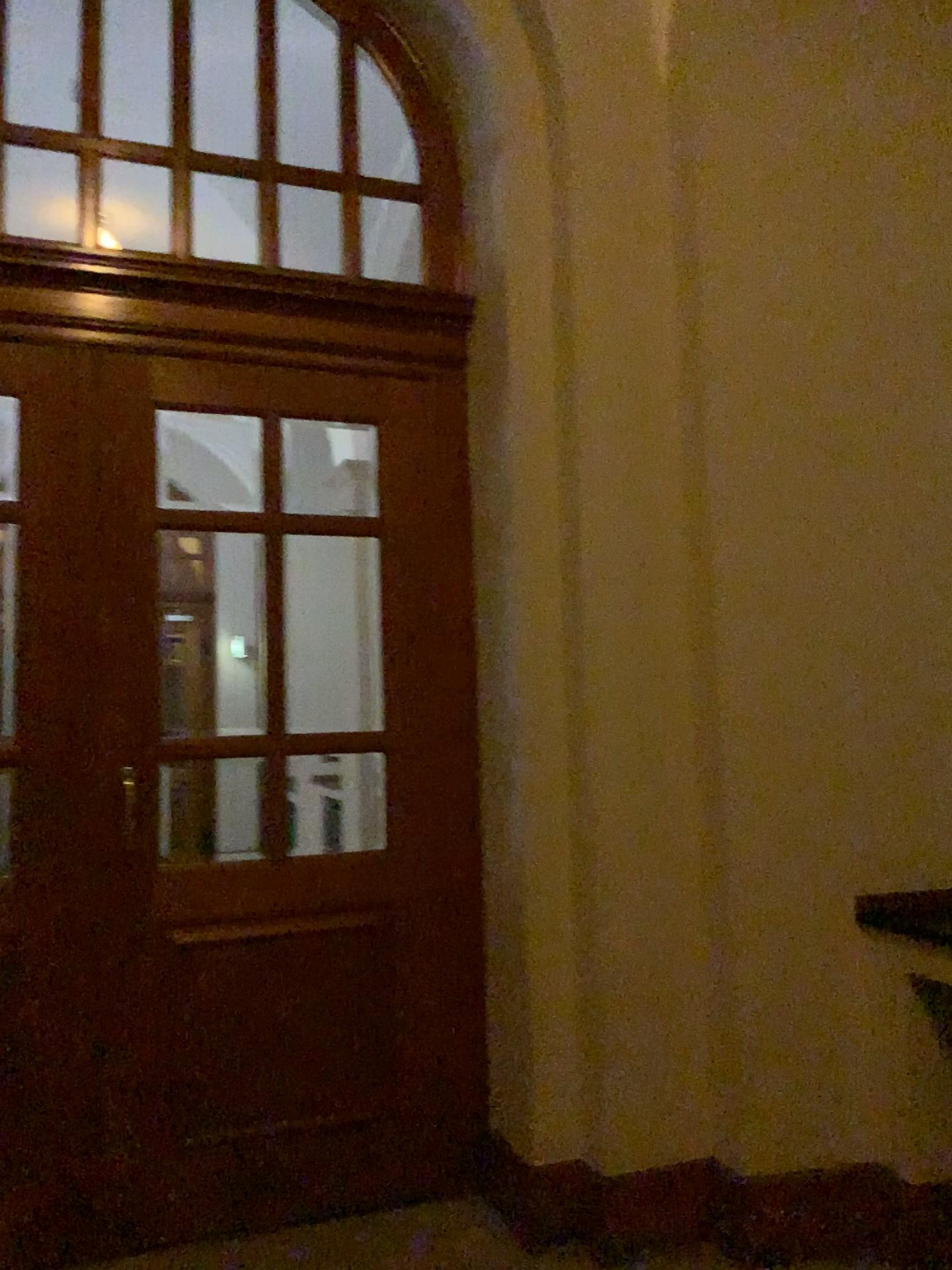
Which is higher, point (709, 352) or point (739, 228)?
point (739, 228)
